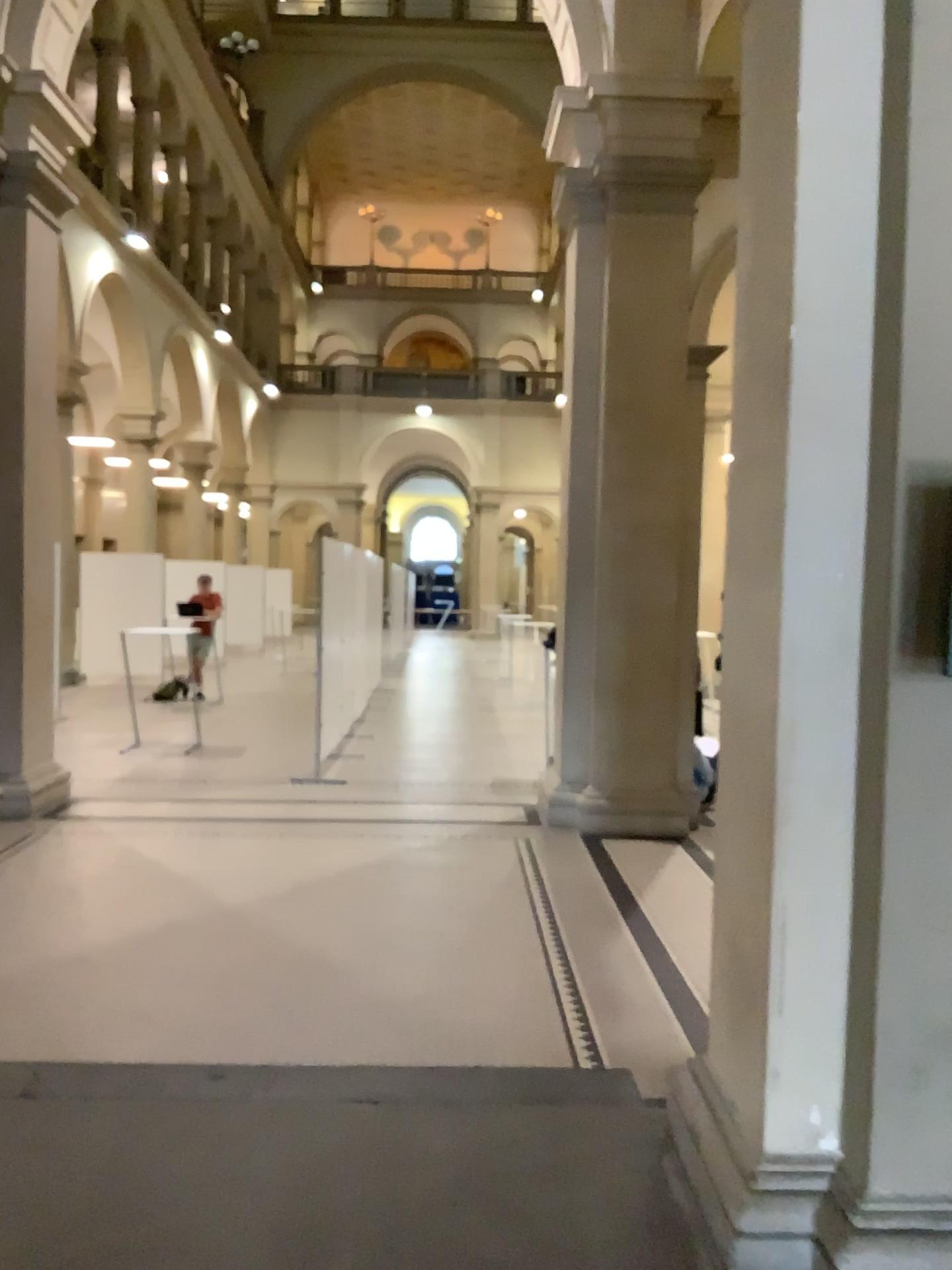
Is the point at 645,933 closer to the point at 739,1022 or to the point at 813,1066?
the point at 739,1022
